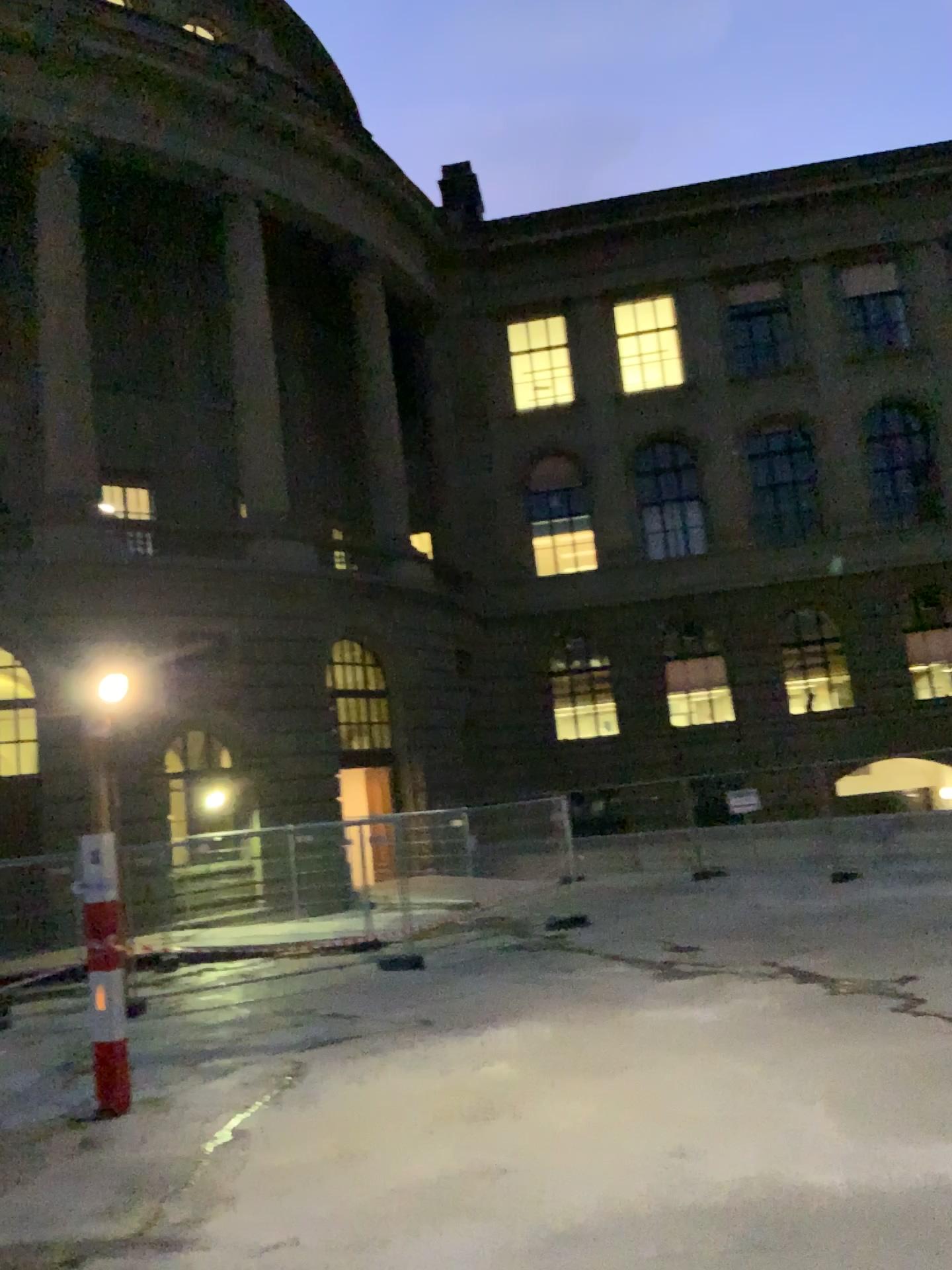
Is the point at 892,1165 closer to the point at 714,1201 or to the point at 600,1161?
the point at 714,1201
